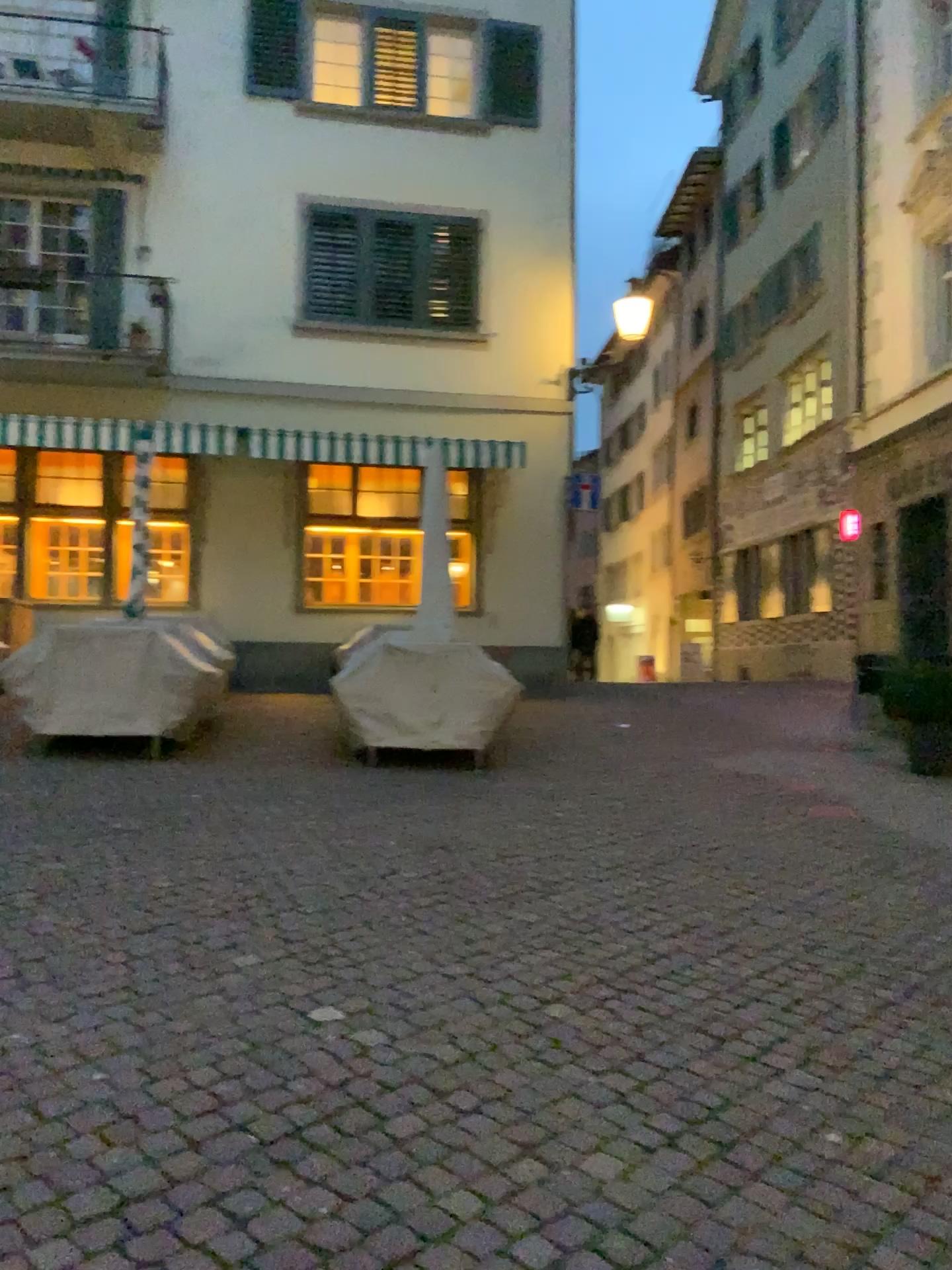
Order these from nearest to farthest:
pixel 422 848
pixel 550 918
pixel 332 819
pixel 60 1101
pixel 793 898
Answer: pixel 60 1101, pixel 550 918, pixel 793 898, pixel 422 848, pixel 332 819
